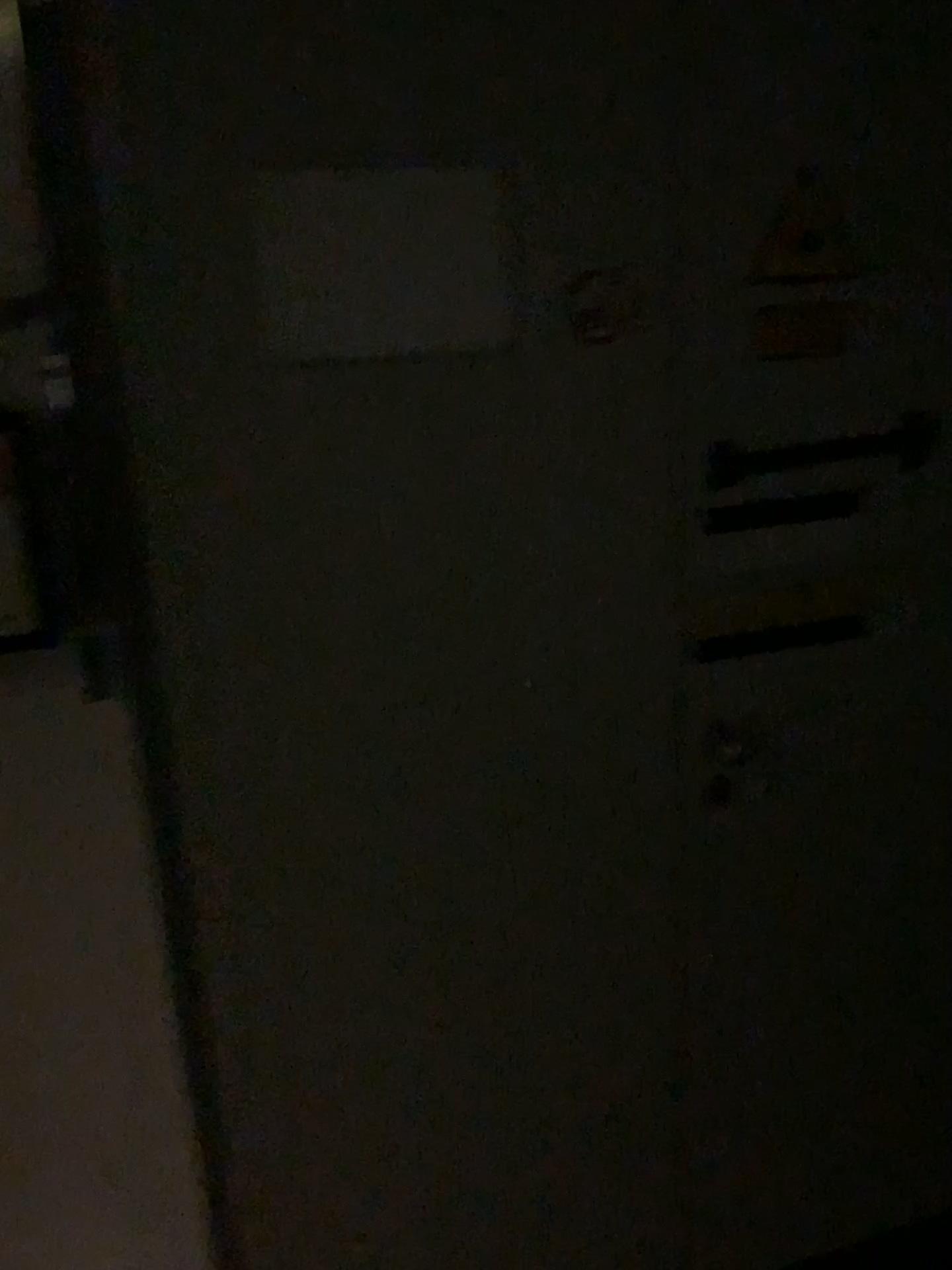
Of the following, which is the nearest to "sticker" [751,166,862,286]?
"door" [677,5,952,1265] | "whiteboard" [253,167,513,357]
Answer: "door" [677,5,952,1265]

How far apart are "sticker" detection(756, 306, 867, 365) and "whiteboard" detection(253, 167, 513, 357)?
0.4 meters

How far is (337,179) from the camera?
1.2 meters

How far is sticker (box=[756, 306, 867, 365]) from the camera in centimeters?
140cm

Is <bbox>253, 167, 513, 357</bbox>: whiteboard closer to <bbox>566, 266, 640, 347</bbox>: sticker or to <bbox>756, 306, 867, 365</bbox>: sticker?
<bbox>566, 266, 640, 347</bbox>: sticker

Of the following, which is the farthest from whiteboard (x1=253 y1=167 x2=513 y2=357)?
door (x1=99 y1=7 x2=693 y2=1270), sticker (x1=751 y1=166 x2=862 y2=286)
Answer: sticker (x1=751 y1=166 x2=862 y2=286)

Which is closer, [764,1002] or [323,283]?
[323,283]

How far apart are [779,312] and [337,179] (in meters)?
0.60

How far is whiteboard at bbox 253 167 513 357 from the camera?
1.2m

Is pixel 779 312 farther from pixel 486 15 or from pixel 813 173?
pixel 486 15
